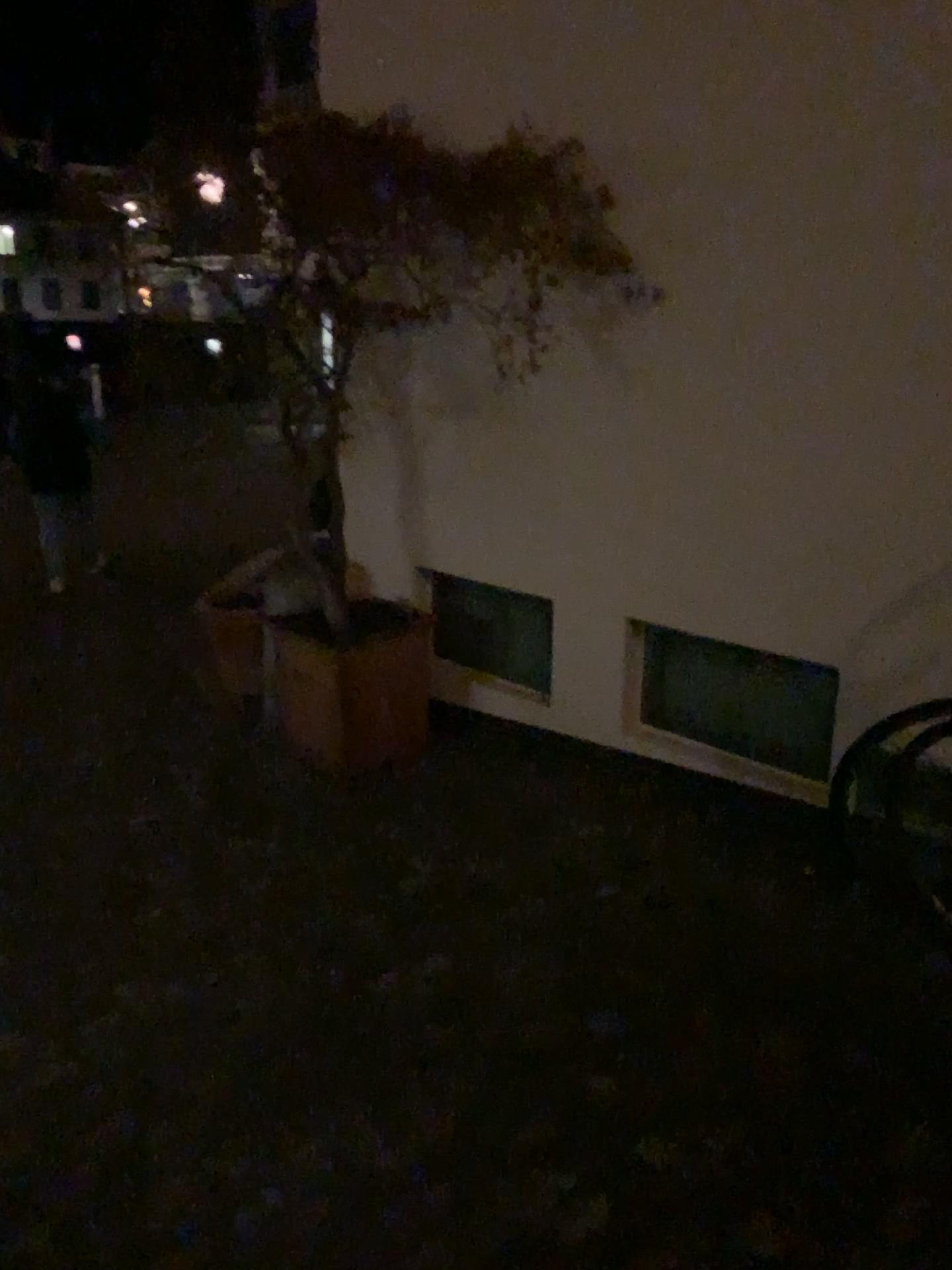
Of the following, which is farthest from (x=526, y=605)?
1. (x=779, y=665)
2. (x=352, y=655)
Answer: (x=779, y=665)

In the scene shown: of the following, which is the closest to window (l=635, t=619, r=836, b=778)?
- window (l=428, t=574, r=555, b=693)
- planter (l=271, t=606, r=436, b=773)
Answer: window (l=428, t=574, r=555, b=693)

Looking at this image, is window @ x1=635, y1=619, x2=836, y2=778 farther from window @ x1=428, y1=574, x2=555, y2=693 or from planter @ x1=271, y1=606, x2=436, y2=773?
planter @ x1=271, y1=606, x2=436, y2=773

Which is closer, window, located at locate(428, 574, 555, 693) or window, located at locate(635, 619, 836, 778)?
window, located at locate(635, 619, 836, 778)

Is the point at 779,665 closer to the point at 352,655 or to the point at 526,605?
the point at 526,605

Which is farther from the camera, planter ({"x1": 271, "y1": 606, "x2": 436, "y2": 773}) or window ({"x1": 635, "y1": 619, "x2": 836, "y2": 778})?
planter ({"x1": 271, "y1": 606, "x2": 436, "y2": 773})

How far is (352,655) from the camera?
3.84m

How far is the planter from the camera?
3.8m

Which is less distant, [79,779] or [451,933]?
[451,933]
